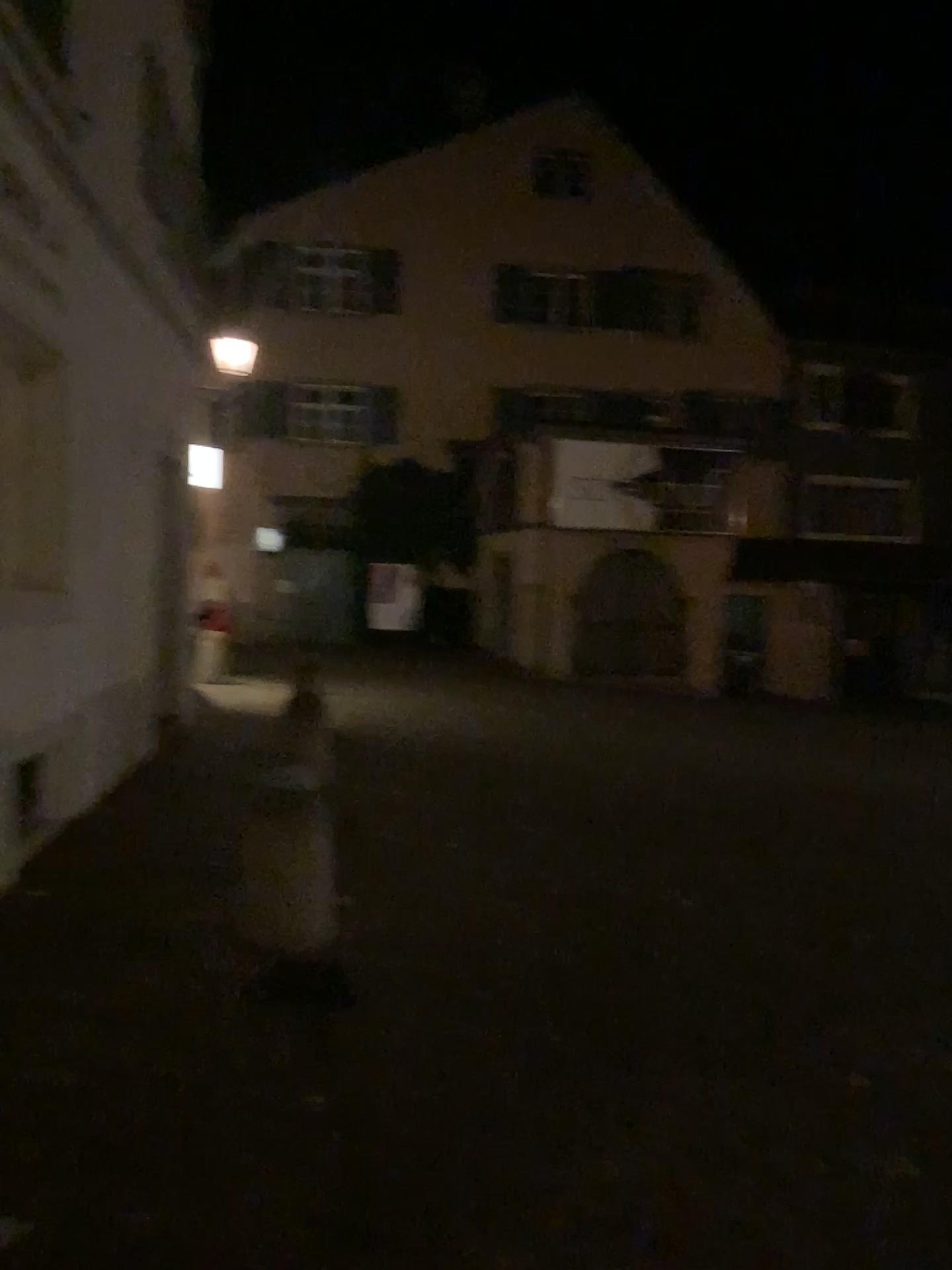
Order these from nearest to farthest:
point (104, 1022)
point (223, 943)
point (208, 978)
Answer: point (104, 1022) < point (208, 978) < point (223, 943)
